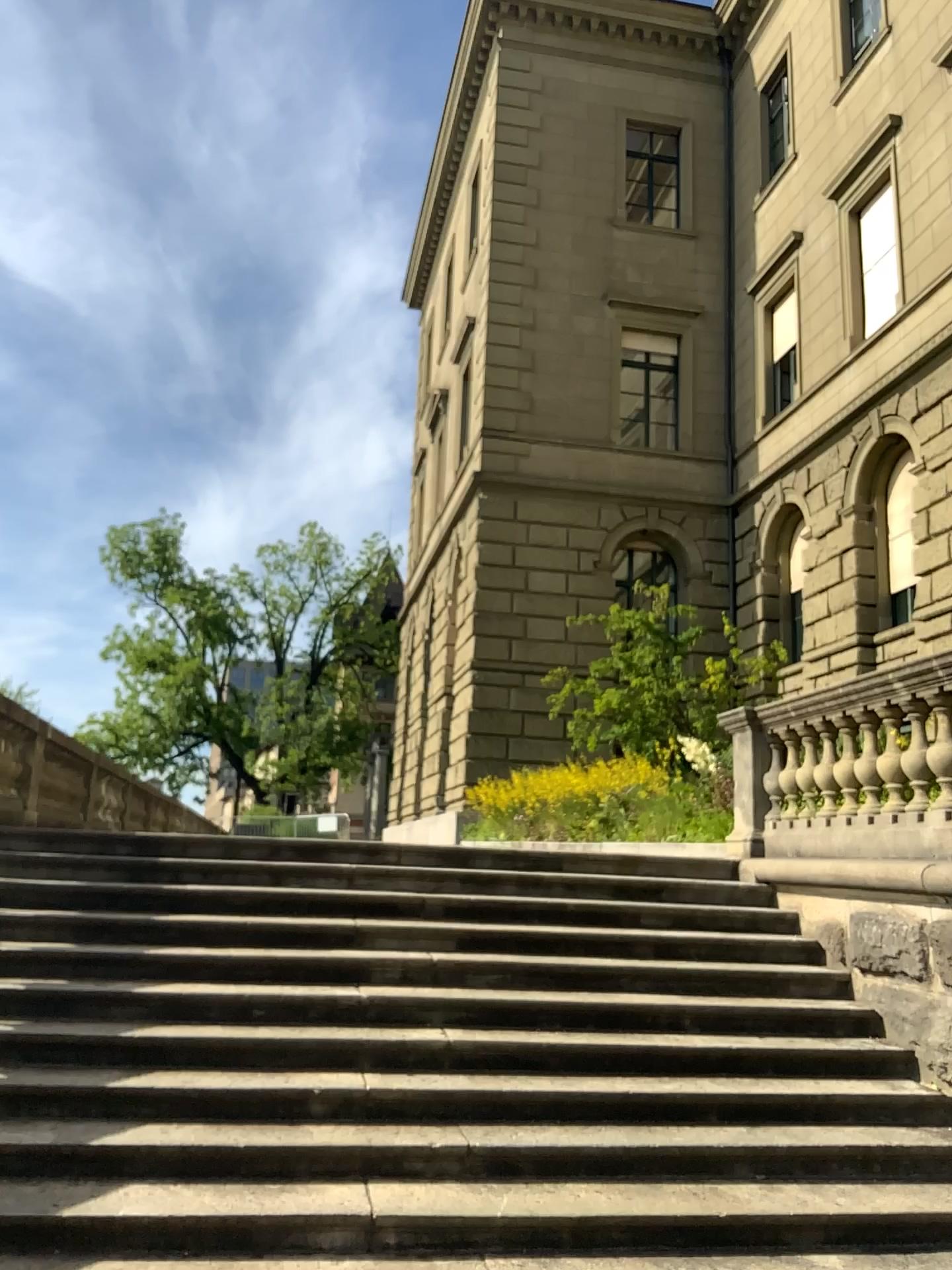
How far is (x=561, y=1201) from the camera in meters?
4.3
